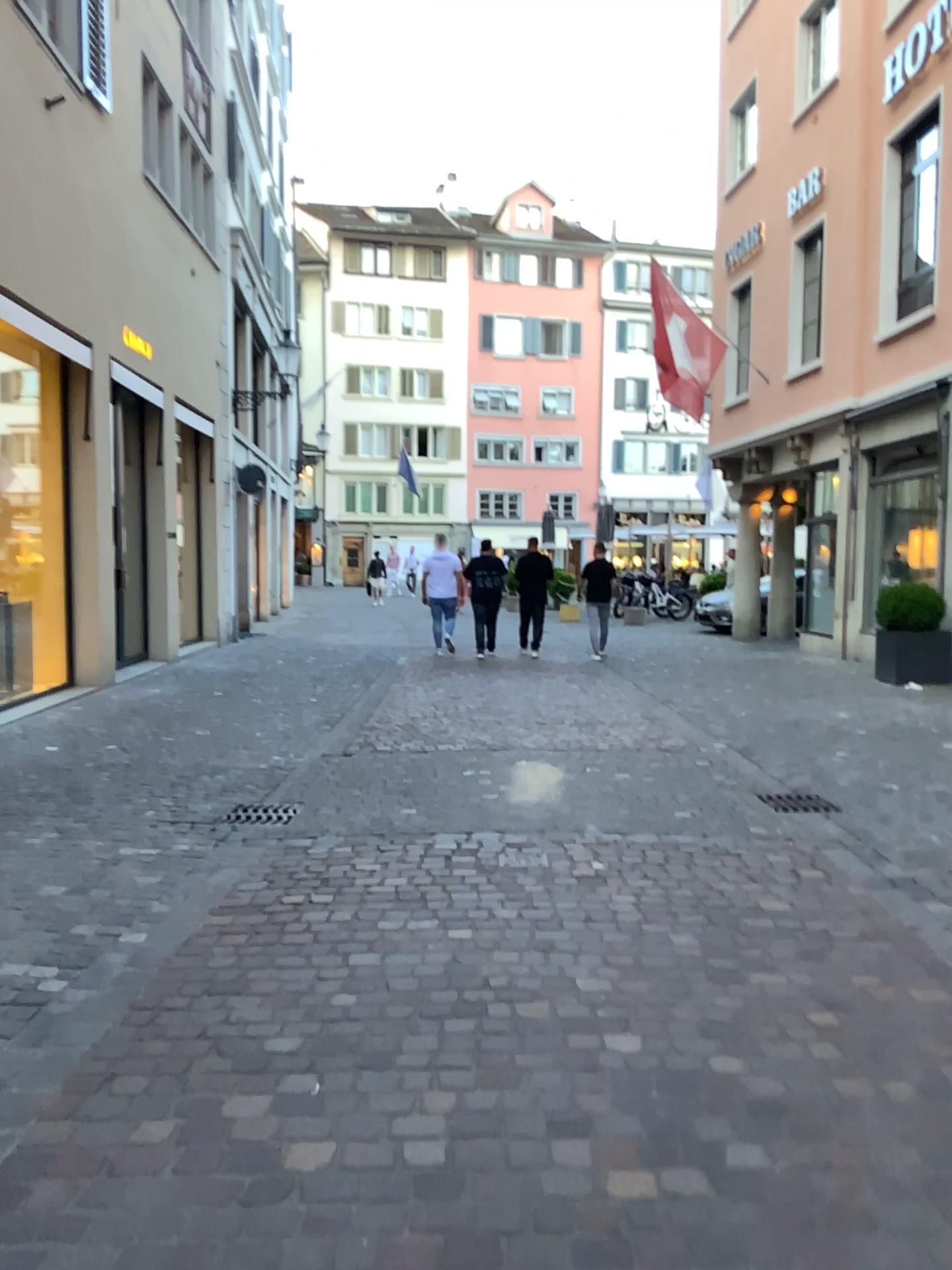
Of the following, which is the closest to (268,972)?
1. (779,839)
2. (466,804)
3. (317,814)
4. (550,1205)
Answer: (550,1205)
